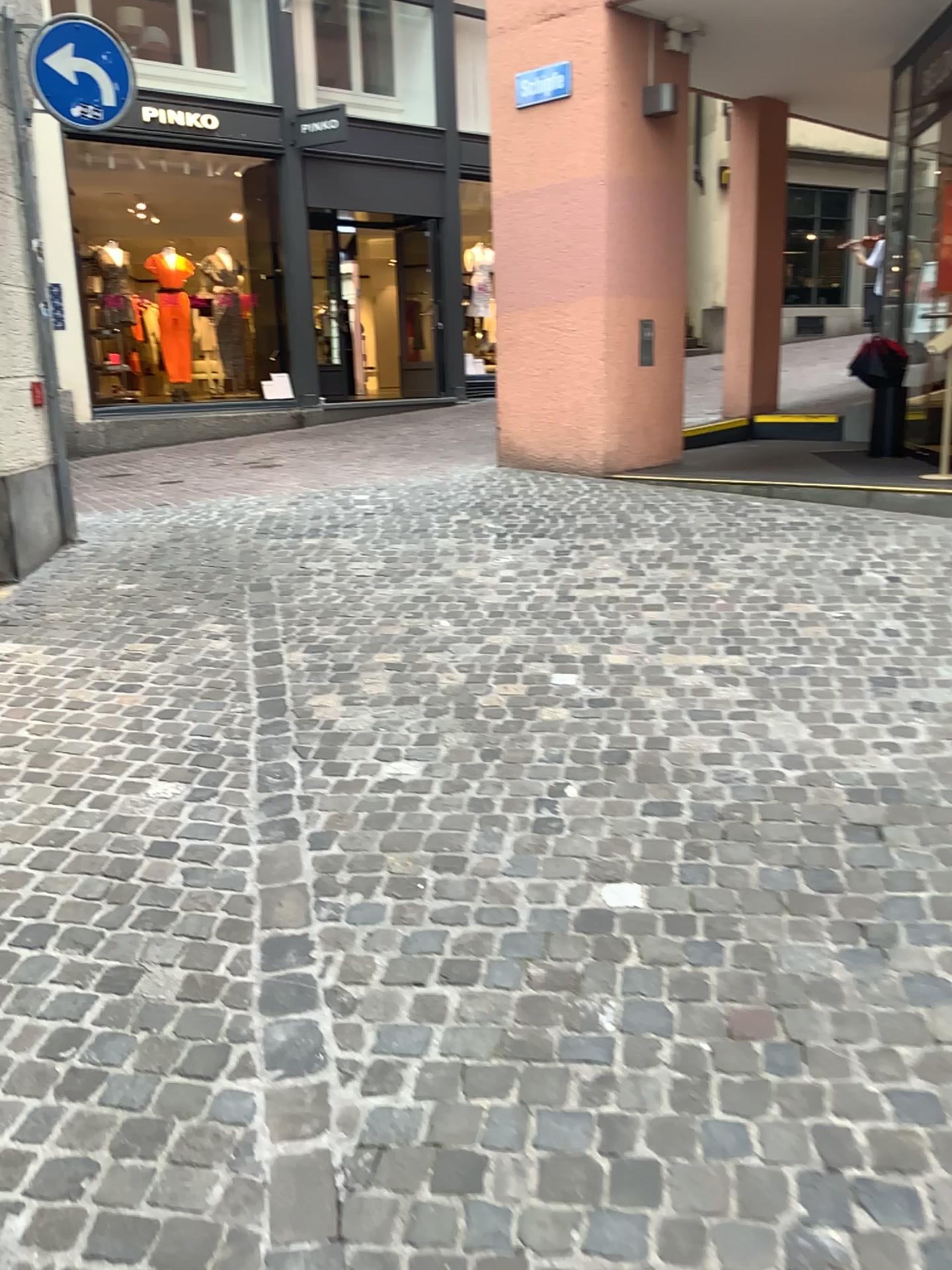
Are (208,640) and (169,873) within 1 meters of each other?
no
